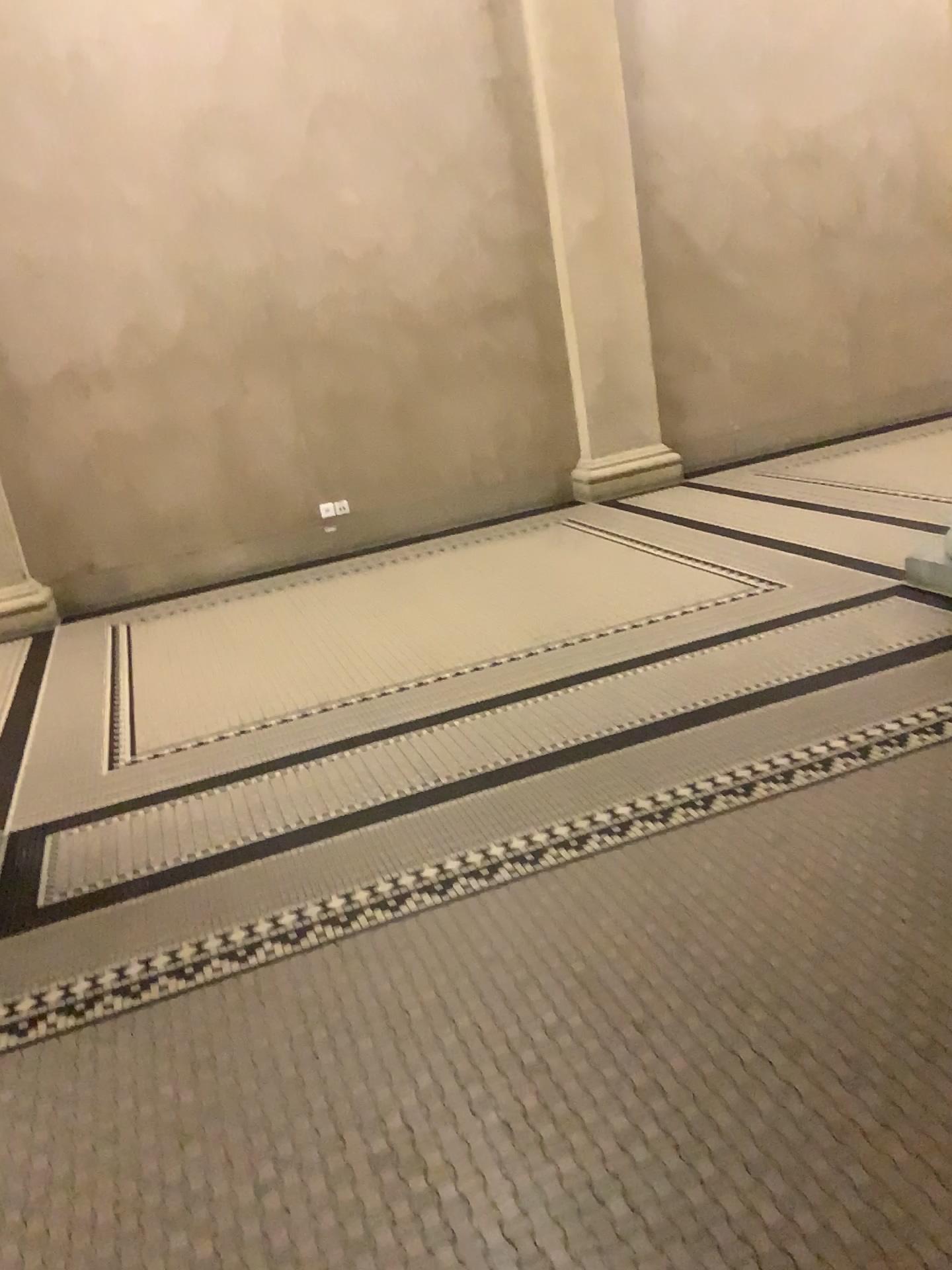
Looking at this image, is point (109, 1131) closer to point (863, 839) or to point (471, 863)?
point (471, 863)

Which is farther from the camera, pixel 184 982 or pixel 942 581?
pixel 942 581

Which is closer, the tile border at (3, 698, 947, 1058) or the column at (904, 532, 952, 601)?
the tile border at (3, 698, 947, 1058)
